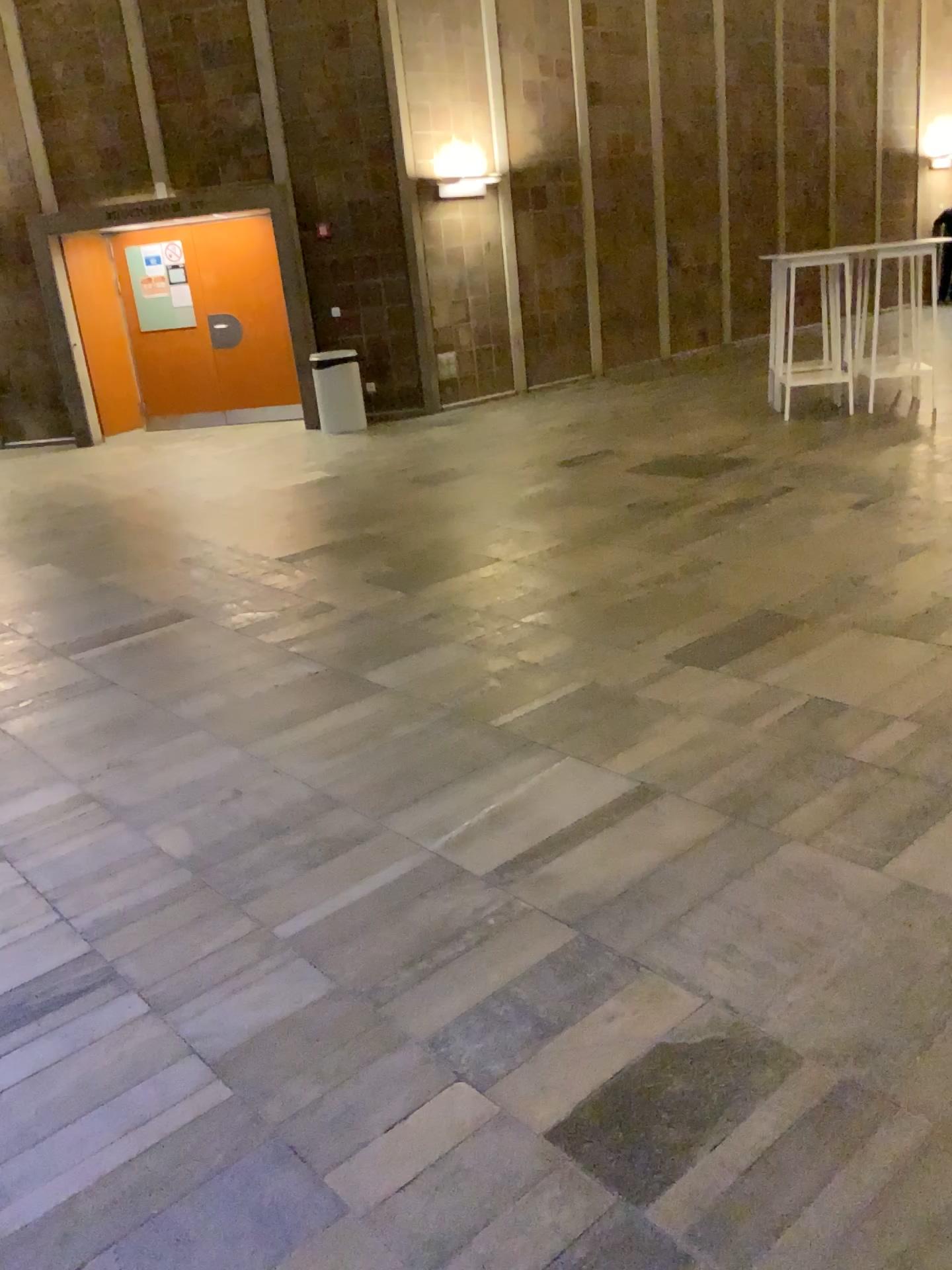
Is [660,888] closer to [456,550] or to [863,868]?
[863,868]
